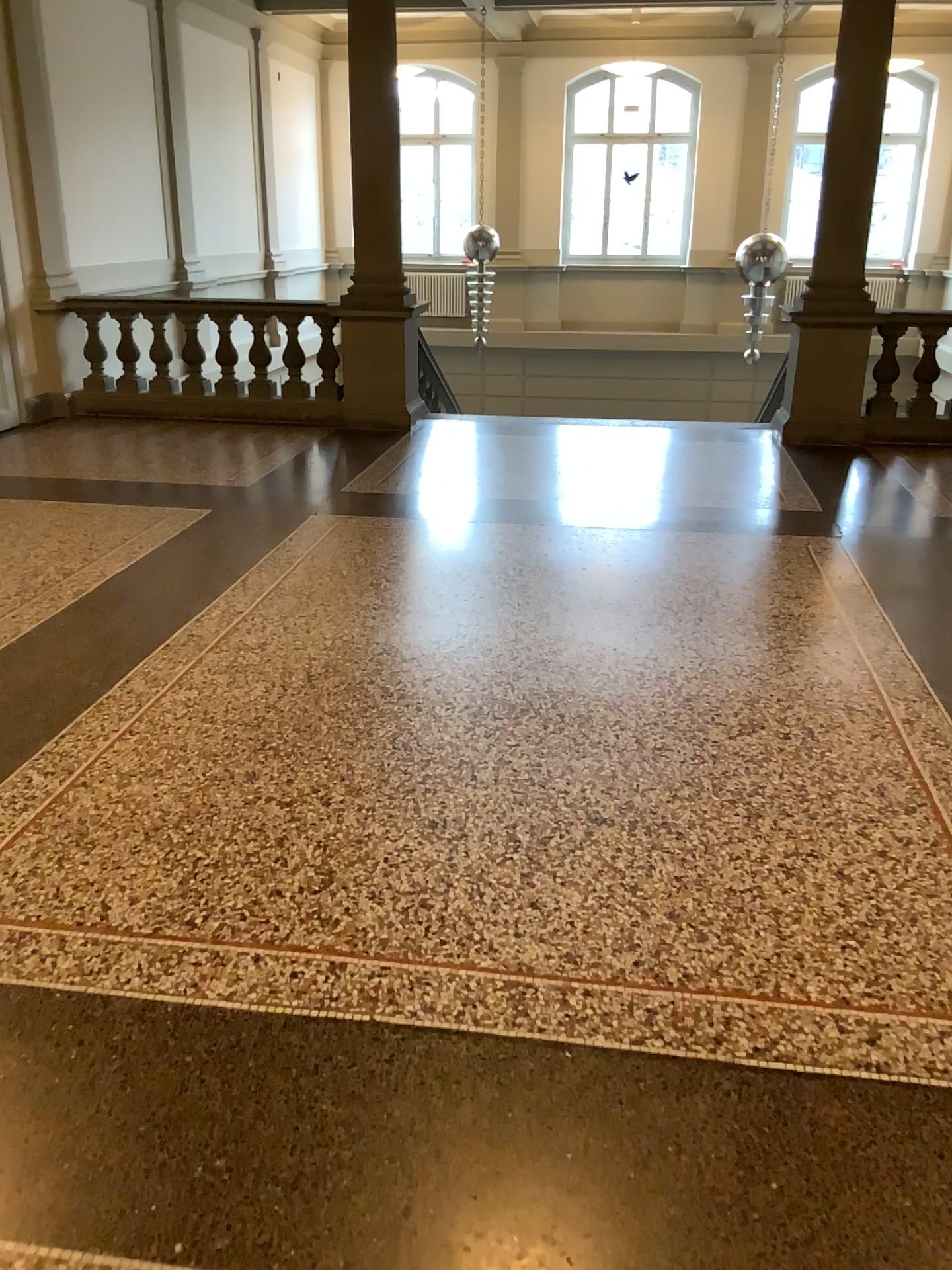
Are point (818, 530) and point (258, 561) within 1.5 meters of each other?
no
